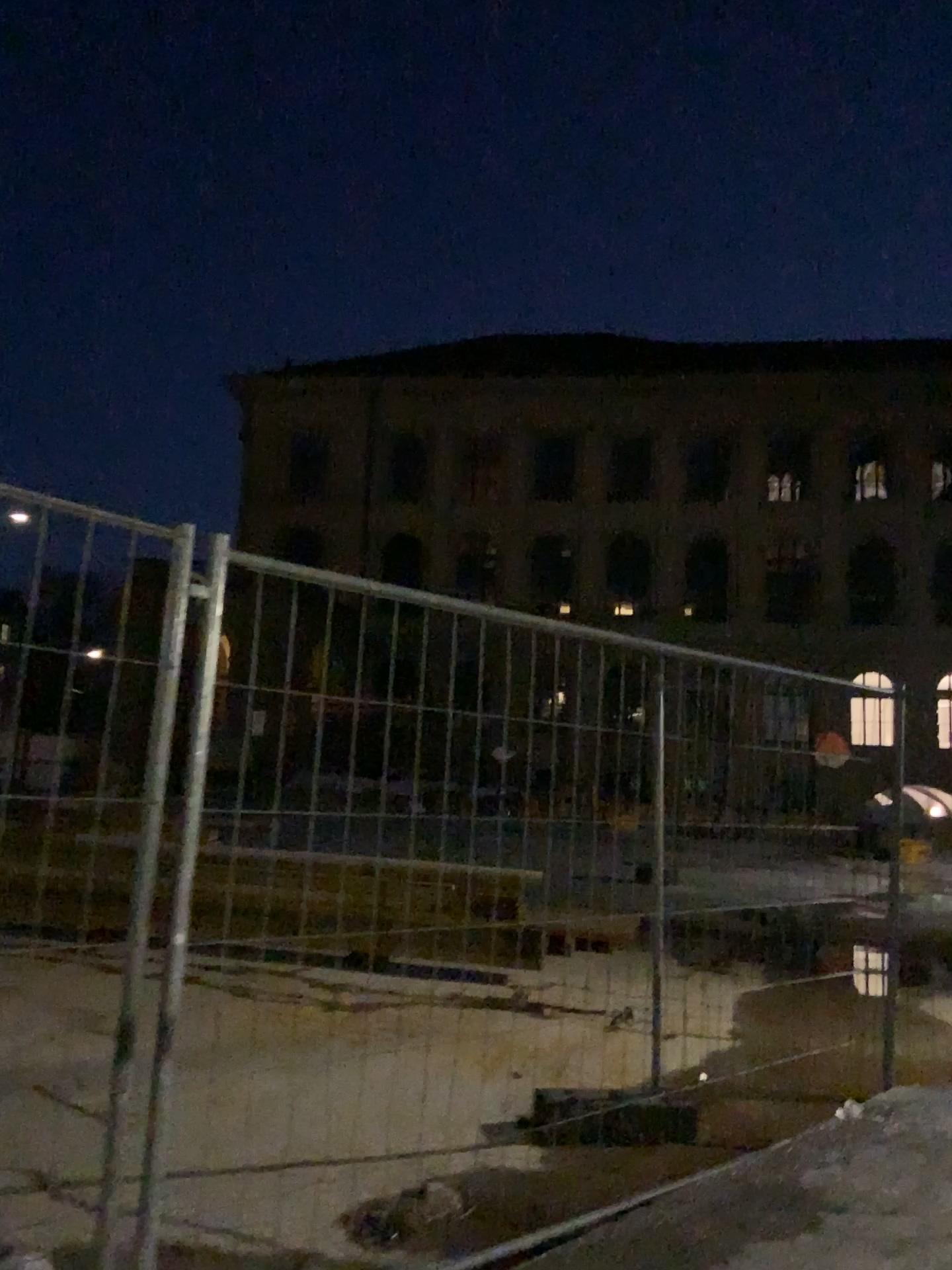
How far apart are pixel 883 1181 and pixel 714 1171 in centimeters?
55cm
